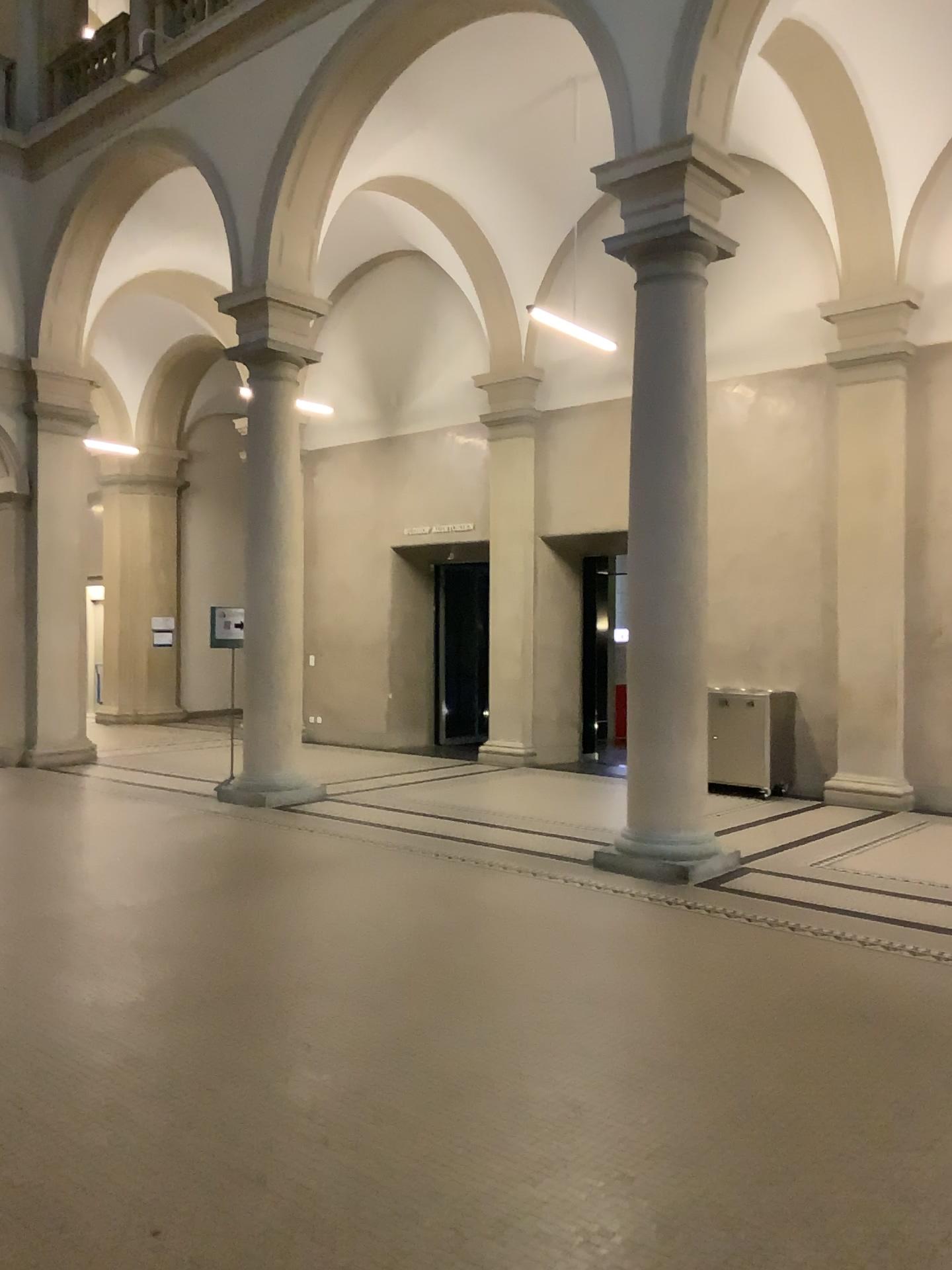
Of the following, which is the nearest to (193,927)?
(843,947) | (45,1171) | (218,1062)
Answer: (218,1062)
